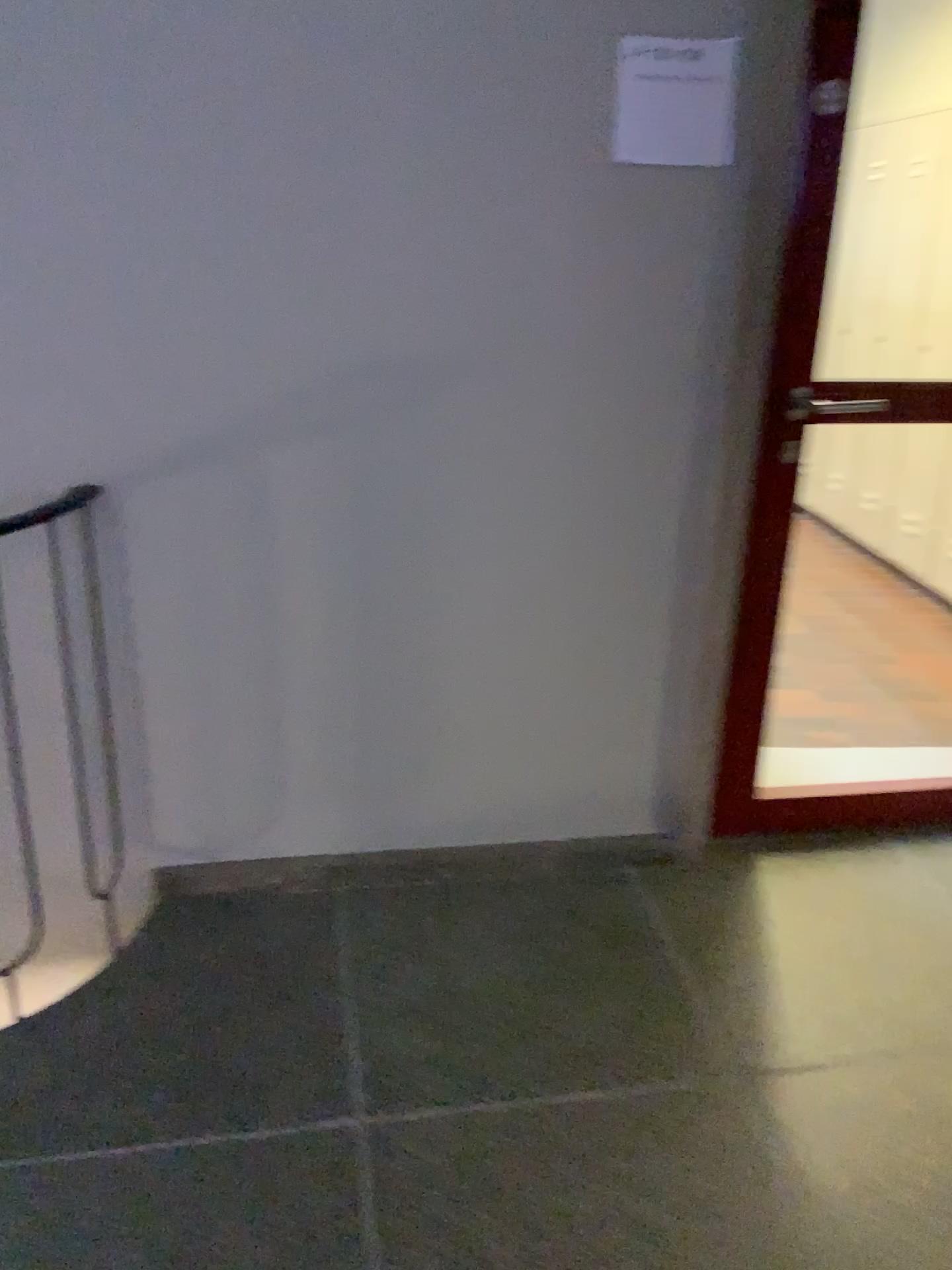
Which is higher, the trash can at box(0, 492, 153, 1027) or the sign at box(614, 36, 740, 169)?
the sign at box(614, 36, 740, 169)

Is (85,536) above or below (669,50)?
below

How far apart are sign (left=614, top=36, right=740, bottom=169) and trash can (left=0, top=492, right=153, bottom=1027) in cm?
118

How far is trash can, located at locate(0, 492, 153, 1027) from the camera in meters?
2.0

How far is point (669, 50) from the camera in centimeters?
188cm

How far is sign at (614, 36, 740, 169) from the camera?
1.9m

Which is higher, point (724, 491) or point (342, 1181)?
point (724, 491)

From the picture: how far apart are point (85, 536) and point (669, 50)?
1.4 meters
